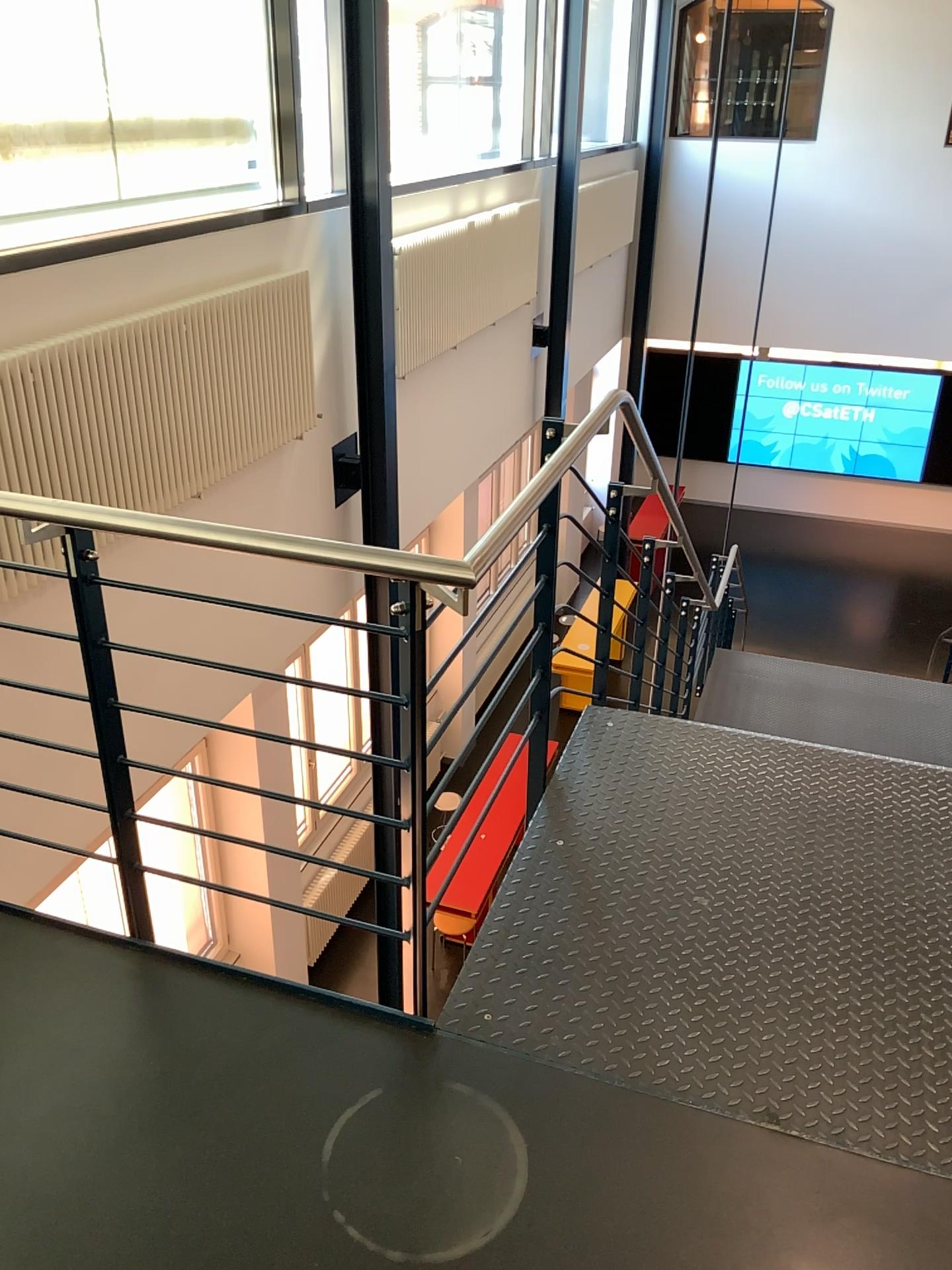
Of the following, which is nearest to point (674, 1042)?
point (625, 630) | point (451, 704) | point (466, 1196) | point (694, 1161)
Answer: point (694, 1161)
